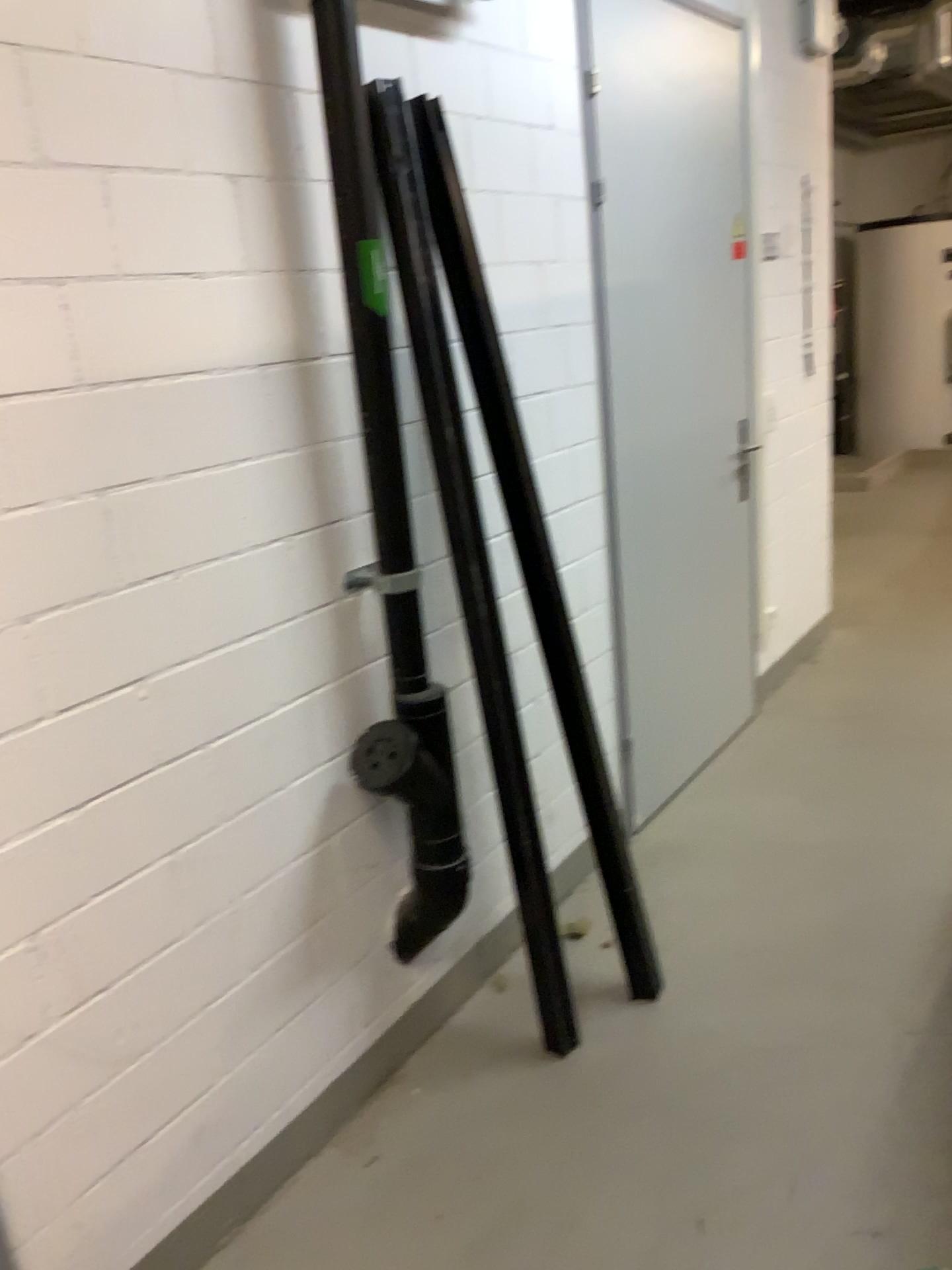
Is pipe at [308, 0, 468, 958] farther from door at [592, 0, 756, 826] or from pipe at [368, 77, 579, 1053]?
door at [592, 0, 756, 826]

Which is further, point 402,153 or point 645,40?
Result: point 645,40

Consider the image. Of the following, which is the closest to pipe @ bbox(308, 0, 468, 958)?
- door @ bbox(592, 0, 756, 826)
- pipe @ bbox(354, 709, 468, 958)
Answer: pipe @ bbox(354, 709, 468, 958)

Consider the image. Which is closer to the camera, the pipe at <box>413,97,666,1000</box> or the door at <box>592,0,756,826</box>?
the pipe at <box>413,97,666,1000</box>

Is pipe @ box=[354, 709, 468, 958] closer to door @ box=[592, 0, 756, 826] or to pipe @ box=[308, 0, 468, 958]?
pipe @ box=[308, 0, 468, 958]

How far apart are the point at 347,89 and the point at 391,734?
1.2m

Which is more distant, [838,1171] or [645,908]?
[645,908]

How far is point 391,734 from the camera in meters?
2.0 m

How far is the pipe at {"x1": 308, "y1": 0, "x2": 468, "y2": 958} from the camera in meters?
1.9 m

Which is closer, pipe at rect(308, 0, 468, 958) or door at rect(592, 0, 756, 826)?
pipe at rect(308, 0, 468, 958)
